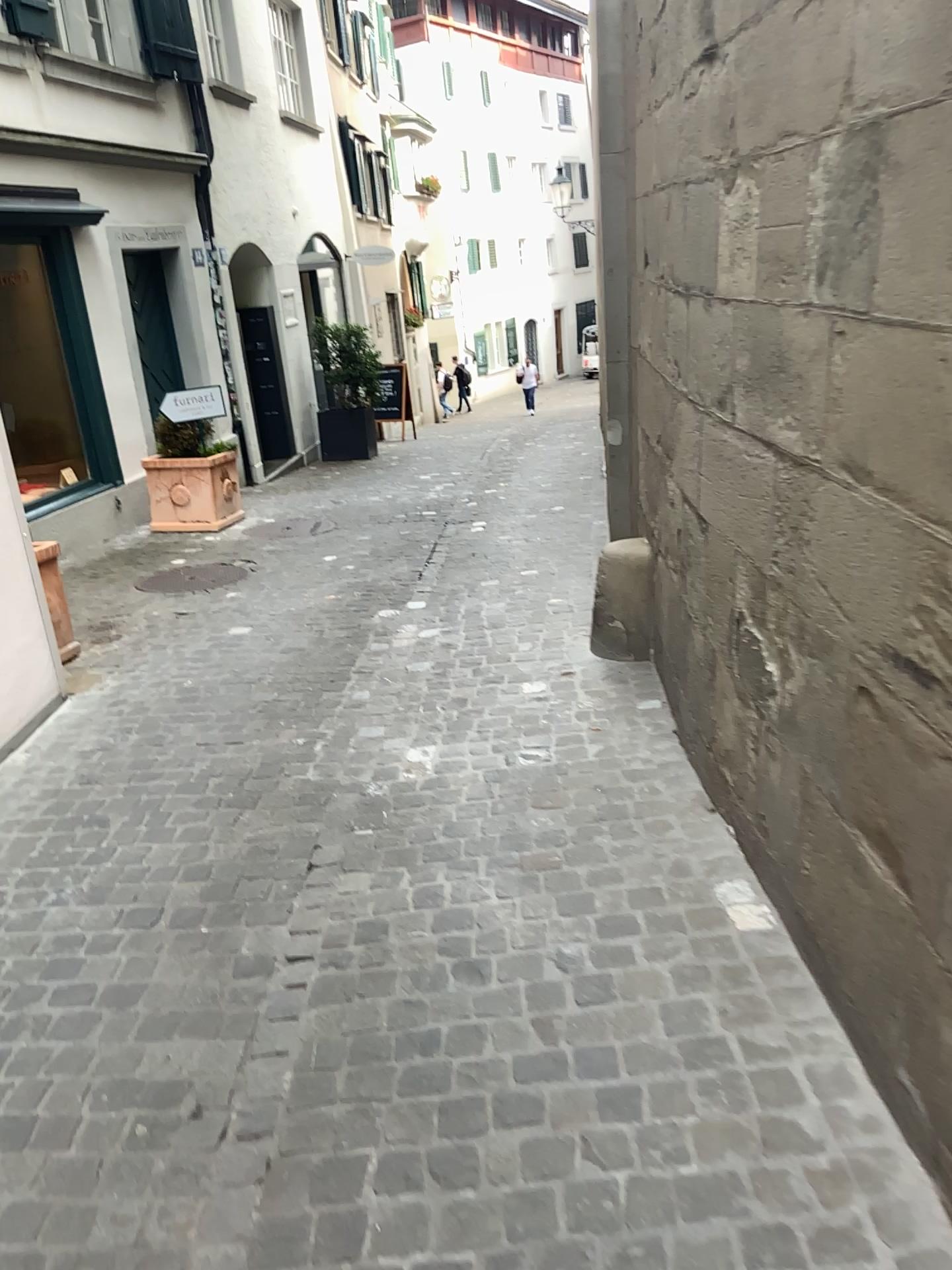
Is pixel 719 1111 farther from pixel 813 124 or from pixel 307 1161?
pixel 813 124
